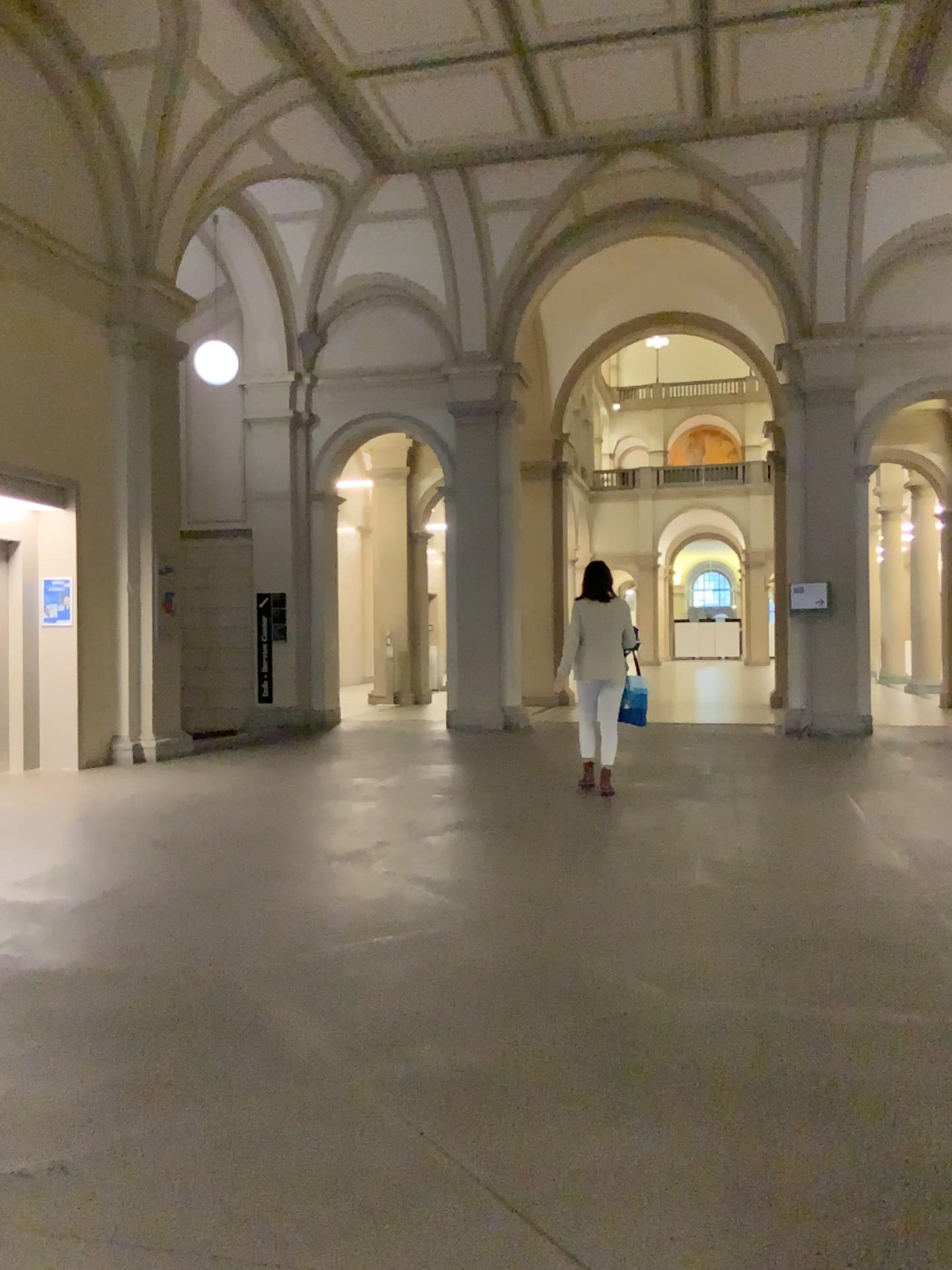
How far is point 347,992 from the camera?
3.43m
